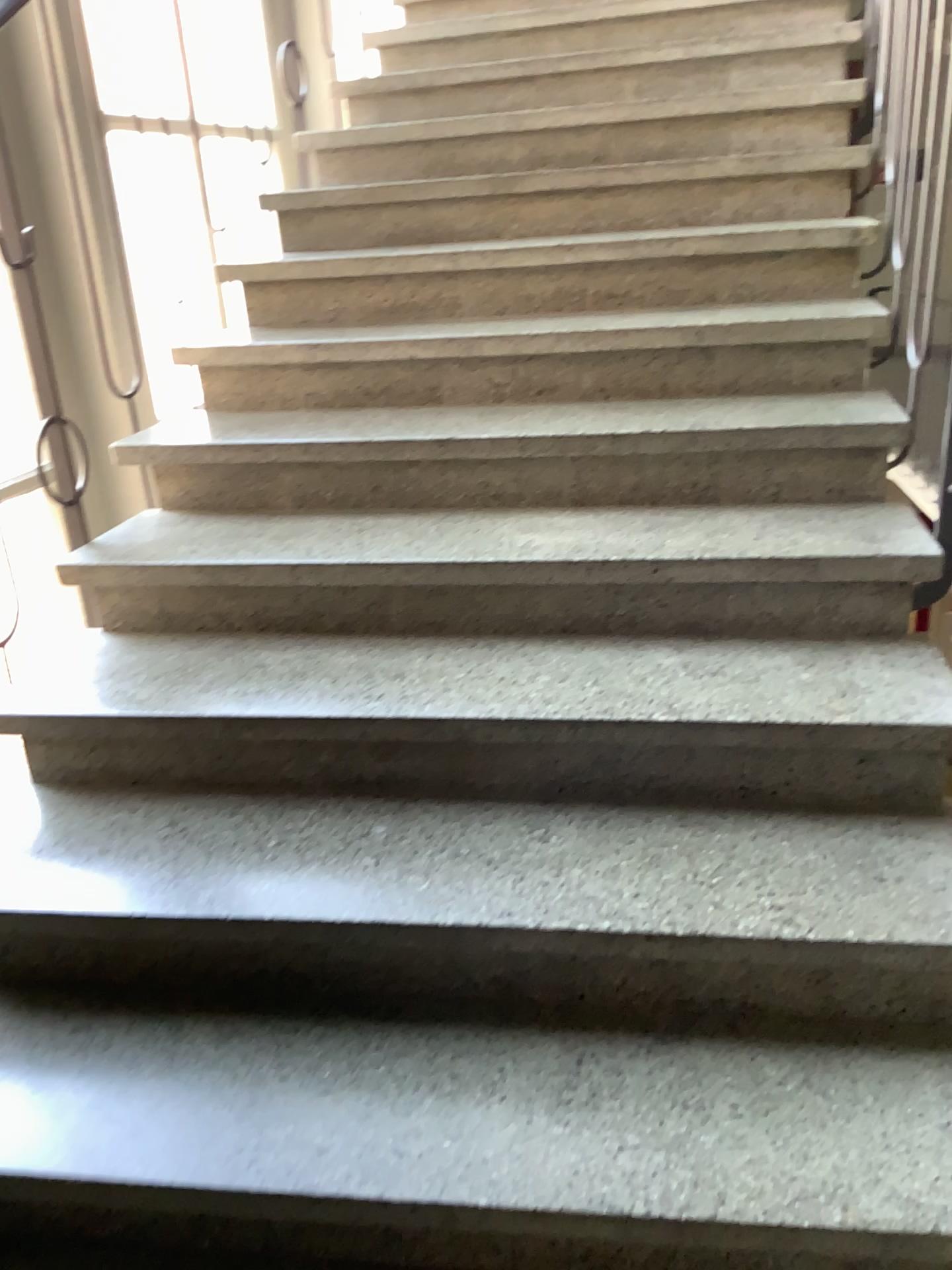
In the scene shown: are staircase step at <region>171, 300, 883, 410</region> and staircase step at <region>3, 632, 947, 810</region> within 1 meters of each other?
yes

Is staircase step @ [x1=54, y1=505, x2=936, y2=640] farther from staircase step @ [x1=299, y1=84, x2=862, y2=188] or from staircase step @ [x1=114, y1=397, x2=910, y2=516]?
staircase step @ [x1=299, y1=84, x2=862, y2=188]

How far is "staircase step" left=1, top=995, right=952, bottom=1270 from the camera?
1.1m

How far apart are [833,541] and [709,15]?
2.2m

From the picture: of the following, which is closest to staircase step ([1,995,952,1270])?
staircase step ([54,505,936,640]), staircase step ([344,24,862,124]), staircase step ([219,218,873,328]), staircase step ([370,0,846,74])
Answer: staircase step ([54,505,936,640])

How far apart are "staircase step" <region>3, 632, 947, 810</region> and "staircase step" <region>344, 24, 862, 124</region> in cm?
187

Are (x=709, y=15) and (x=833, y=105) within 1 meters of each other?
yes

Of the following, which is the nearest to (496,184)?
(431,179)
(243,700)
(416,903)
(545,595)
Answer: (431,179)

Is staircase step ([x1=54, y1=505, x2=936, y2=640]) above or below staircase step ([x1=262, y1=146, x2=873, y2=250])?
below

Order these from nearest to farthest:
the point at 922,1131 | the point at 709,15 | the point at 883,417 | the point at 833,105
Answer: the point at 922,1131, the point at 883,417, the point at 833,105, the point at 709,15
